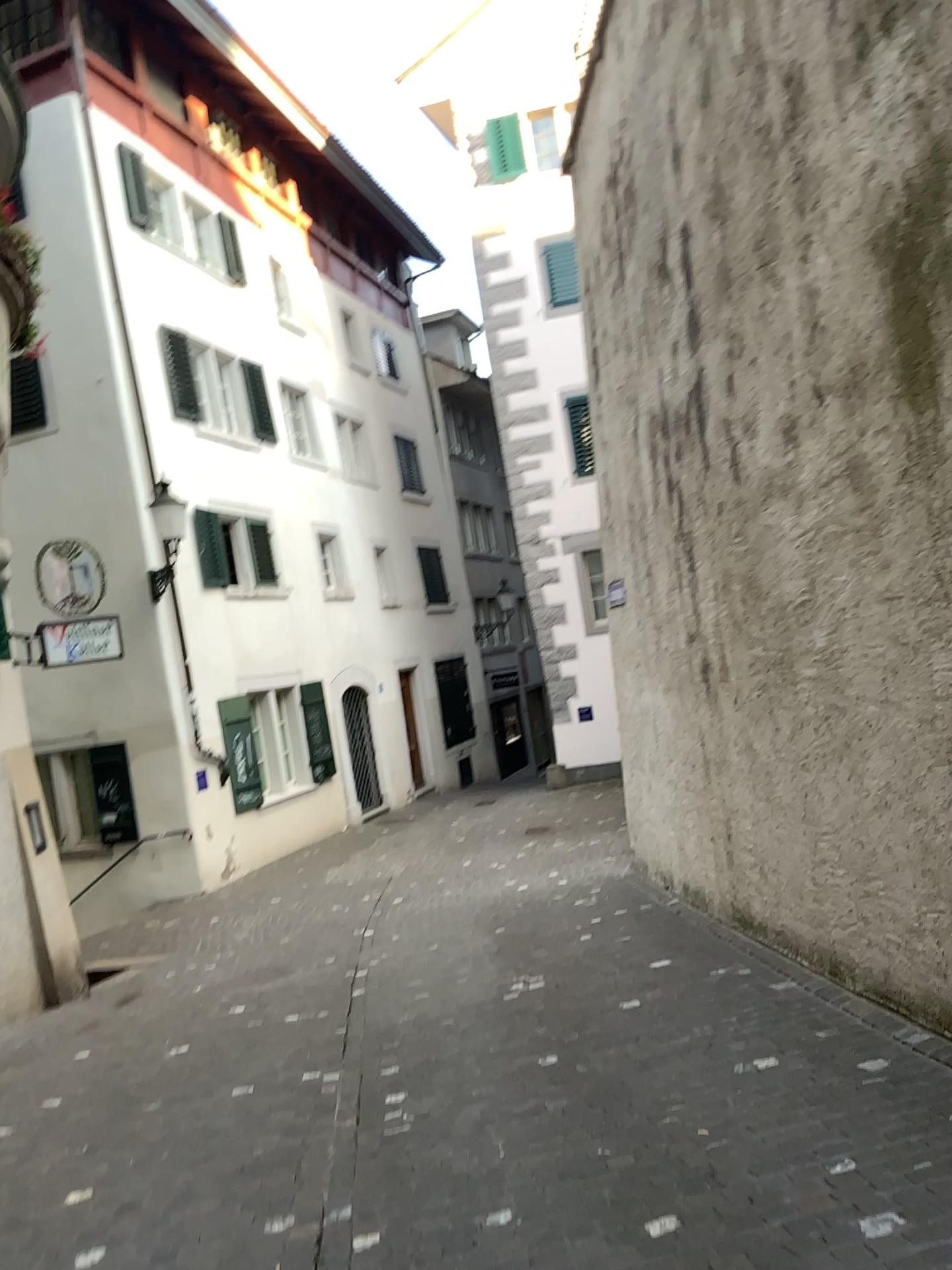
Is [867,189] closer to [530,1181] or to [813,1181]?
[813,1181]
